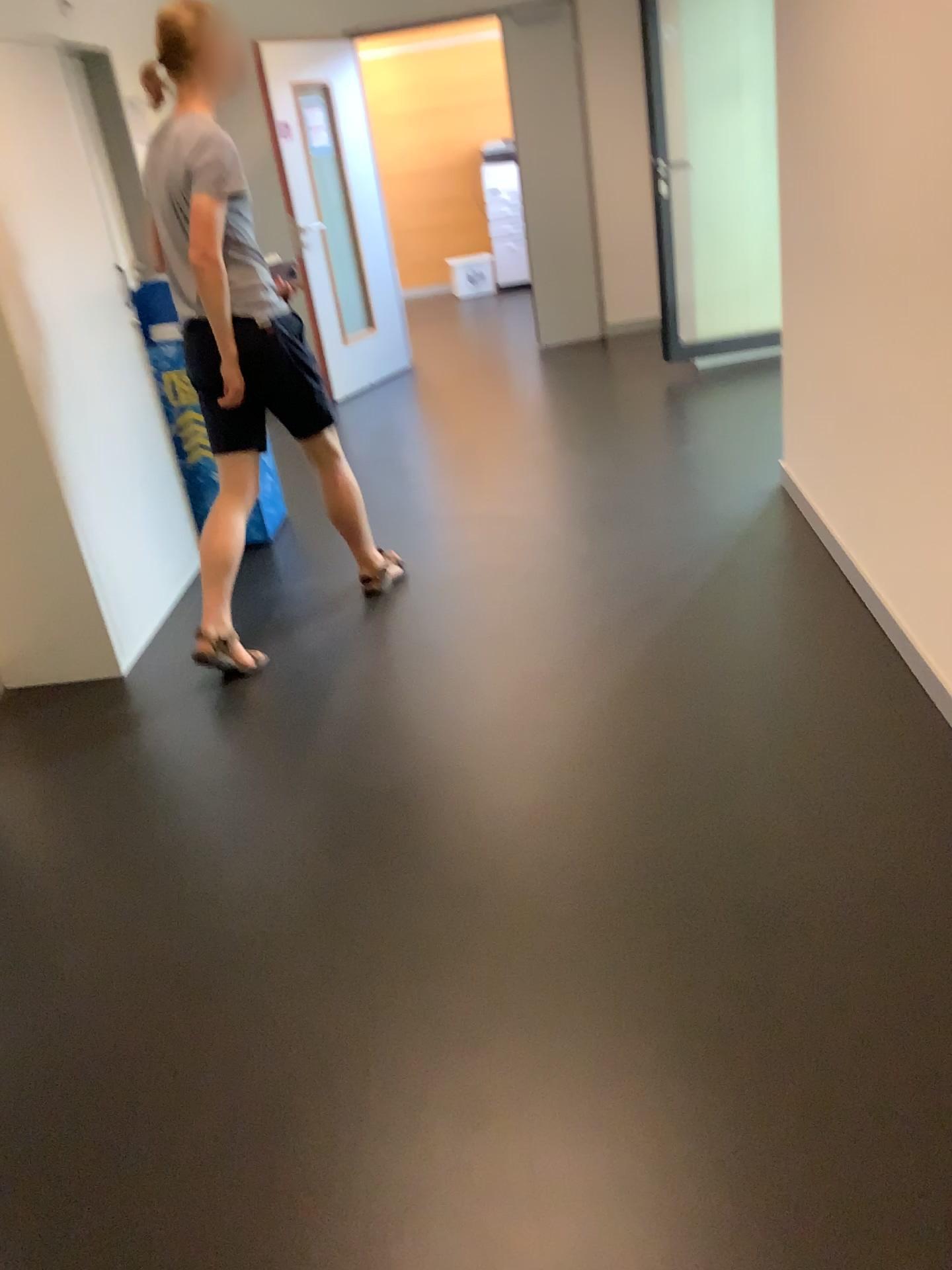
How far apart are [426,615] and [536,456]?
1.6m

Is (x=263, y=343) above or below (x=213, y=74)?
below

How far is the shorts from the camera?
3.1 meters

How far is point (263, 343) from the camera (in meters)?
3.11
